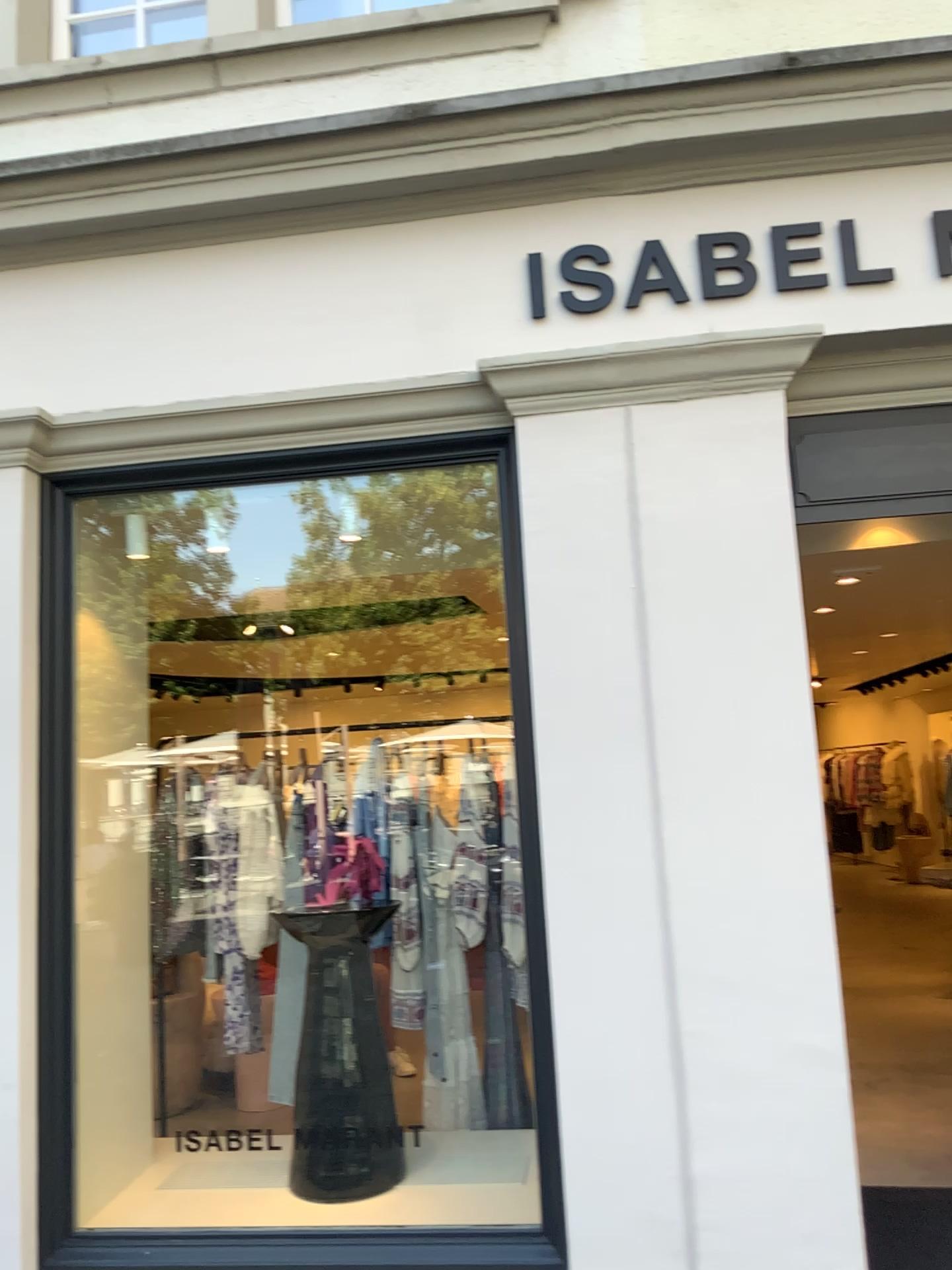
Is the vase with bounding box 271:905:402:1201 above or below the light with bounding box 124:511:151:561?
below

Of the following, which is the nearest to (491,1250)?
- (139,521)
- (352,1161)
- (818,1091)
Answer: (352,1161)

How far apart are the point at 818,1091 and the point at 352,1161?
1.37m

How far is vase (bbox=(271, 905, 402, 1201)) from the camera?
3.07m

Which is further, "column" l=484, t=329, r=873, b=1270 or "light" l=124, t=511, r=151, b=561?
"light" l=124, t=511, r=151, b=561

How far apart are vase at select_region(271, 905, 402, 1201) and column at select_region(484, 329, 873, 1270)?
0.7m

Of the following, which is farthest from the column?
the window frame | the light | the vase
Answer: the light

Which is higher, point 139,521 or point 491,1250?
point 139,521

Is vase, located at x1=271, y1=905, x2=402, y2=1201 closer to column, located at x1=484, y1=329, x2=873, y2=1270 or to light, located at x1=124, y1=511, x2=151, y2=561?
column, located at x1=484, y1=329, x2=873, y2=1270

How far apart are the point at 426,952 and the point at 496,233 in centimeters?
244cm
